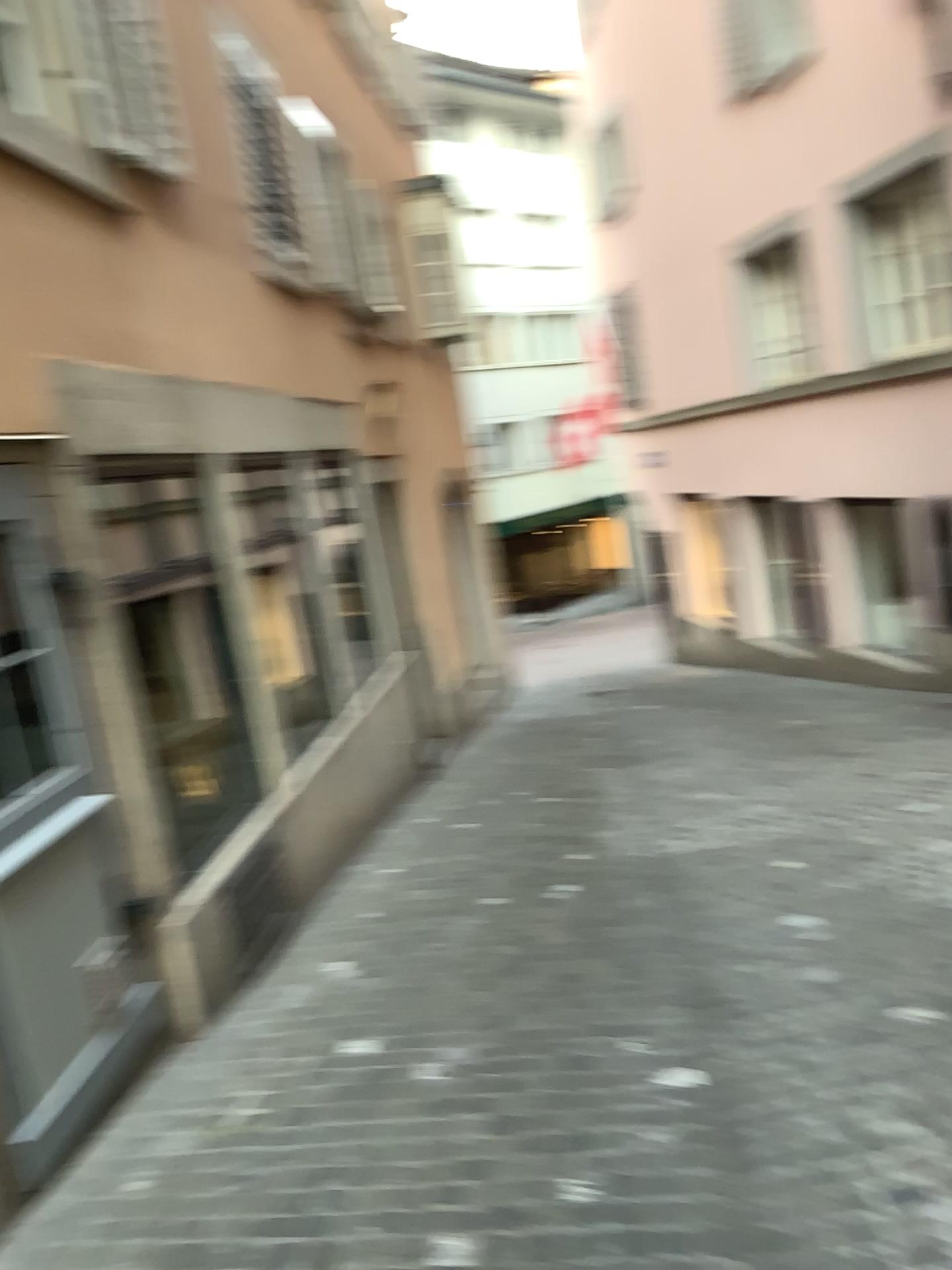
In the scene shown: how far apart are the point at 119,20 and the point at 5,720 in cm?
309

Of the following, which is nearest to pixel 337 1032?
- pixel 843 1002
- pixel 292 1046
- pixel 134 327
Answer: pixel 292 1046

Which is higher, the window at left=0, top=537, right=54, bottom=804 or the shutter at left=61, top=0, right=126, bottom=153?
the shutter at left=61, top=0, right=126, bottom=153

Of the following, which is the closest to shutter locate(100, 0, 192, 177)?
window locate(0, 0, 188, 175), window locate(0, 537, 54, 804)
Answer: window locate(0, 0, 188, 175)

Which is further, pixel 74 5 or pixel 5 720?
pixel 74 5

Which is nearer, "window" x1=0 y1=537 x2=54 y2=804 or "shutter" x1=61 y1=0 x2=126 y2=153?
"window" x1=0 y1=537 x2=54 y2=804

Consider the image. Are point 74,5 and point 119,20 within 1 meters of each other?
yes

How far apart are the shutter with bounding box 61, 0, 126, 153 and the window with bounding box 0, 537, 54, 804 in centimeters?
212cm

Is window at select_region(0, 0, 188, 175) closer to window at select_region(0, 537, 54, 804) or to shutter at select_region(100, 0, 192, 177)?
shutter at select_region(100, 0, 192, 177)

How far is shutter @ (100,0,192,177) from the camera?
4.4m
